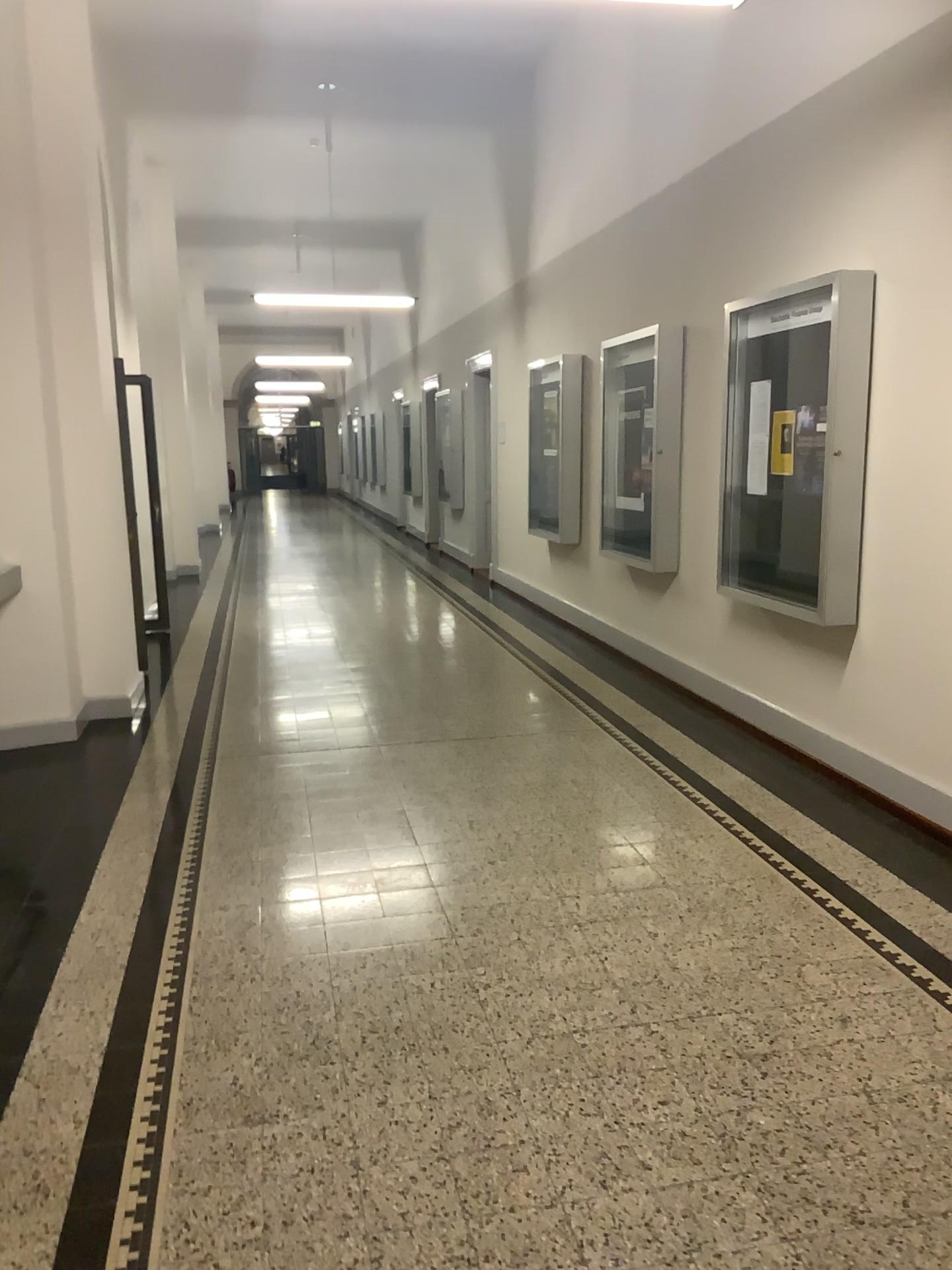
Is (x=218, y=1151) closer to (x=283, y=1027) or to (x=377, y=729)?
(x=283, y=1027)
